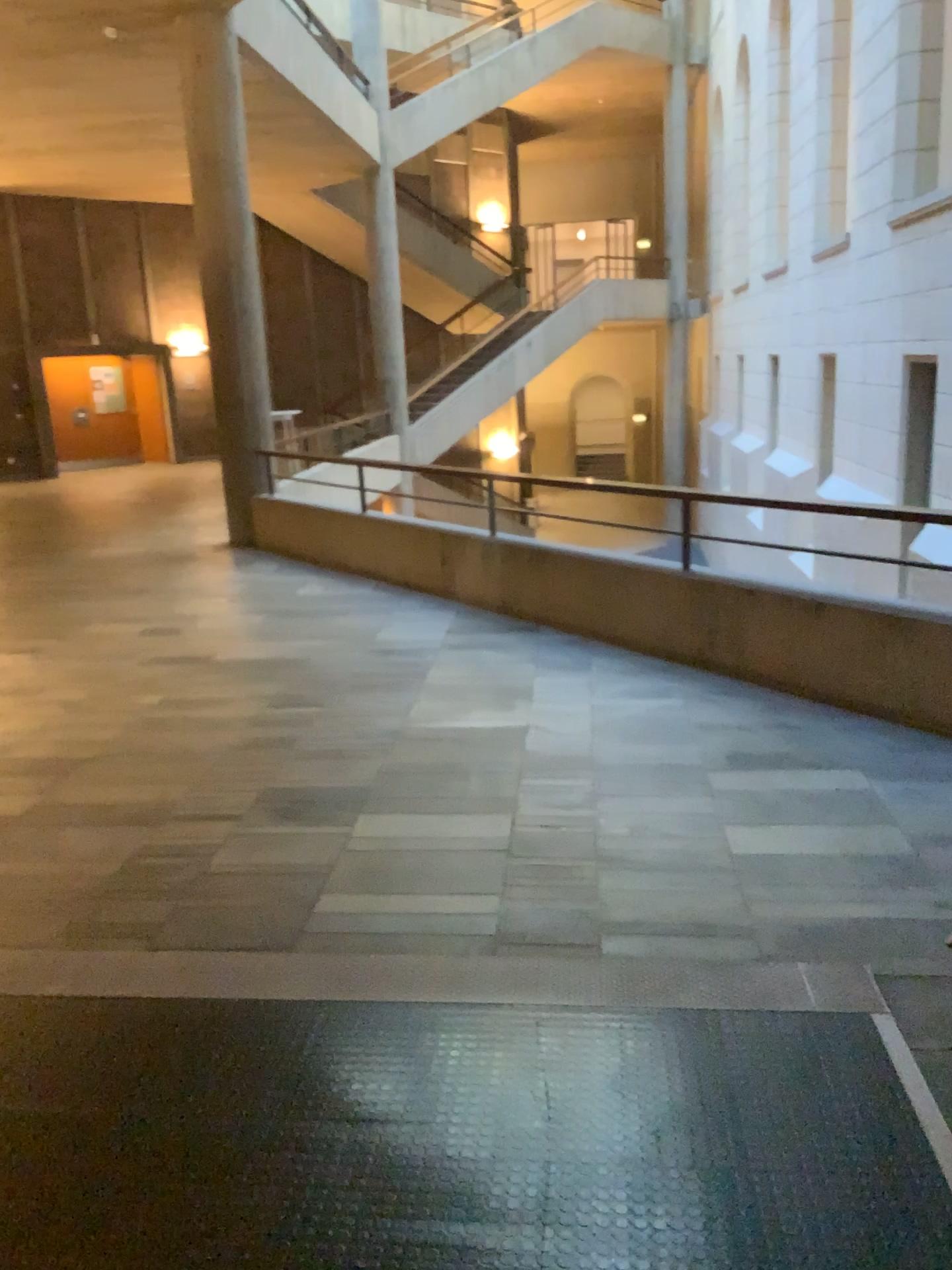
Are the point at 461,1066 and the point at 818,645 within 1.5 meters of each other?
no
